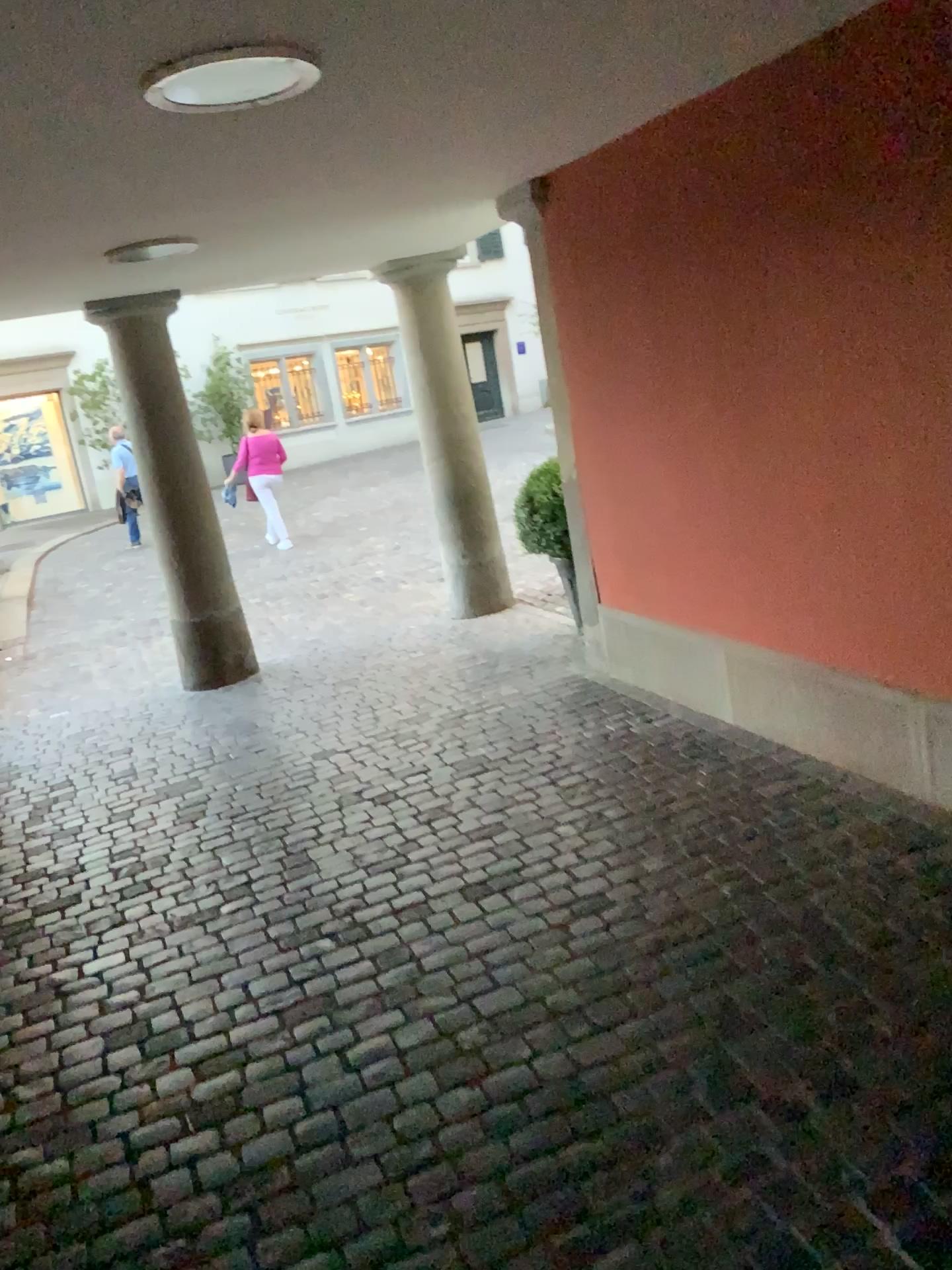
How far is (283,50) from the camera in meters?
2.1

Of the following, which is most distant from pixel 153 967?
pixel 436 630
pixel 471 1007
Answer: pixel 436 630

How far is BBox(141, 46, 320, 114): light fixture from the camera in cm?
205
